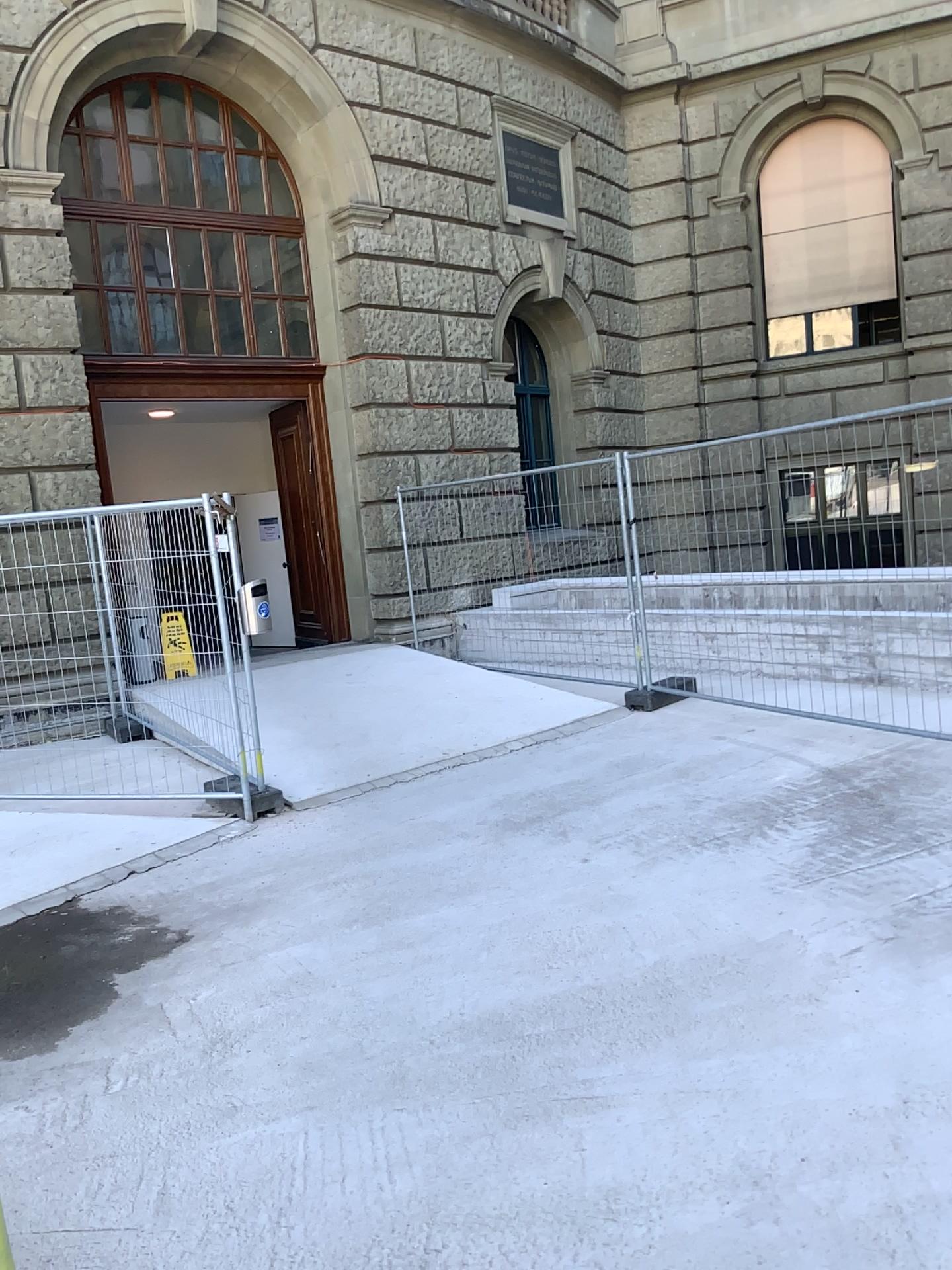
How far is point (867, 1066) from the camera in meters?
2.9
